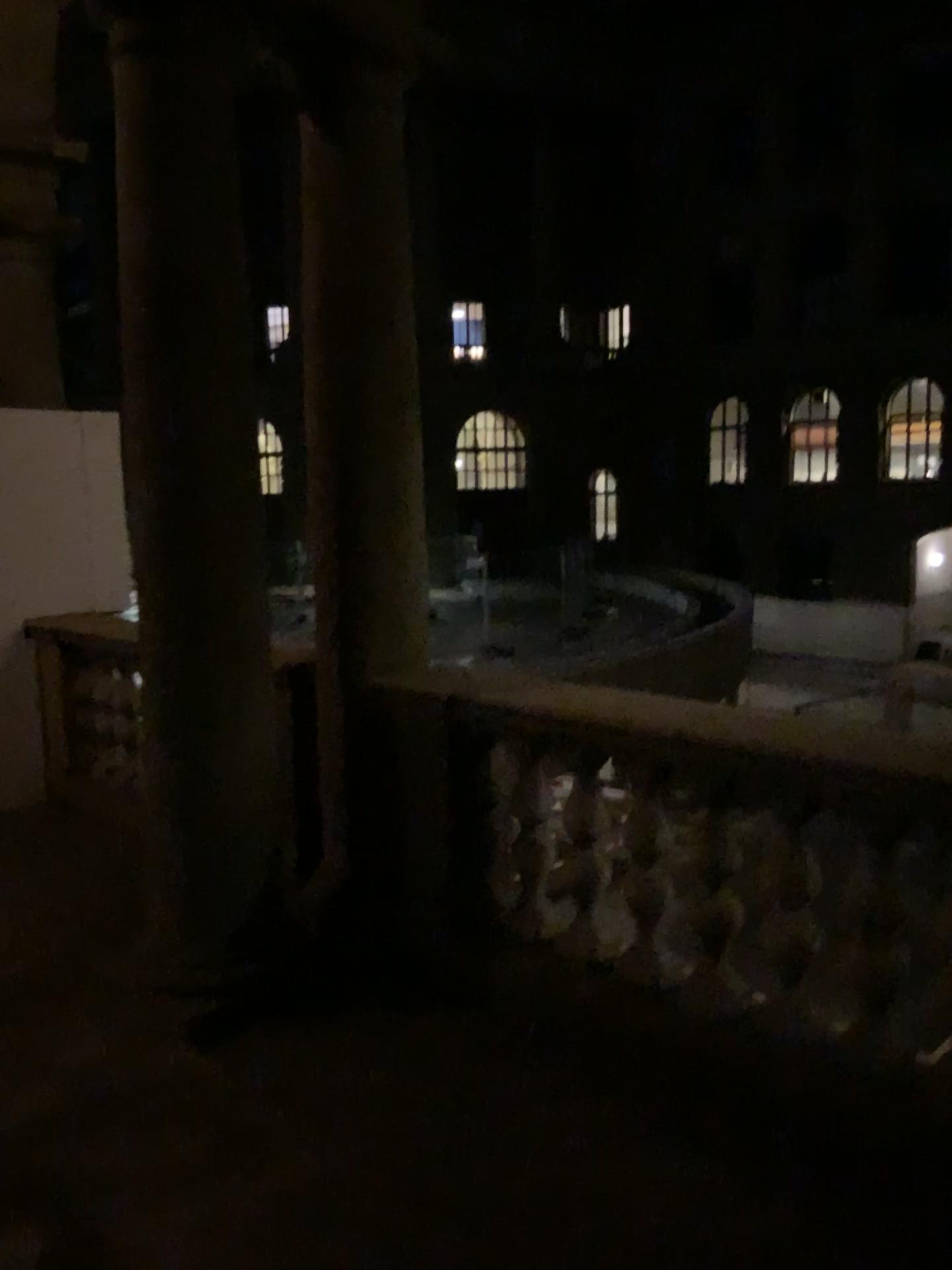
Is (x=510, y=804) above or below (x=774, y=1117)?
above
